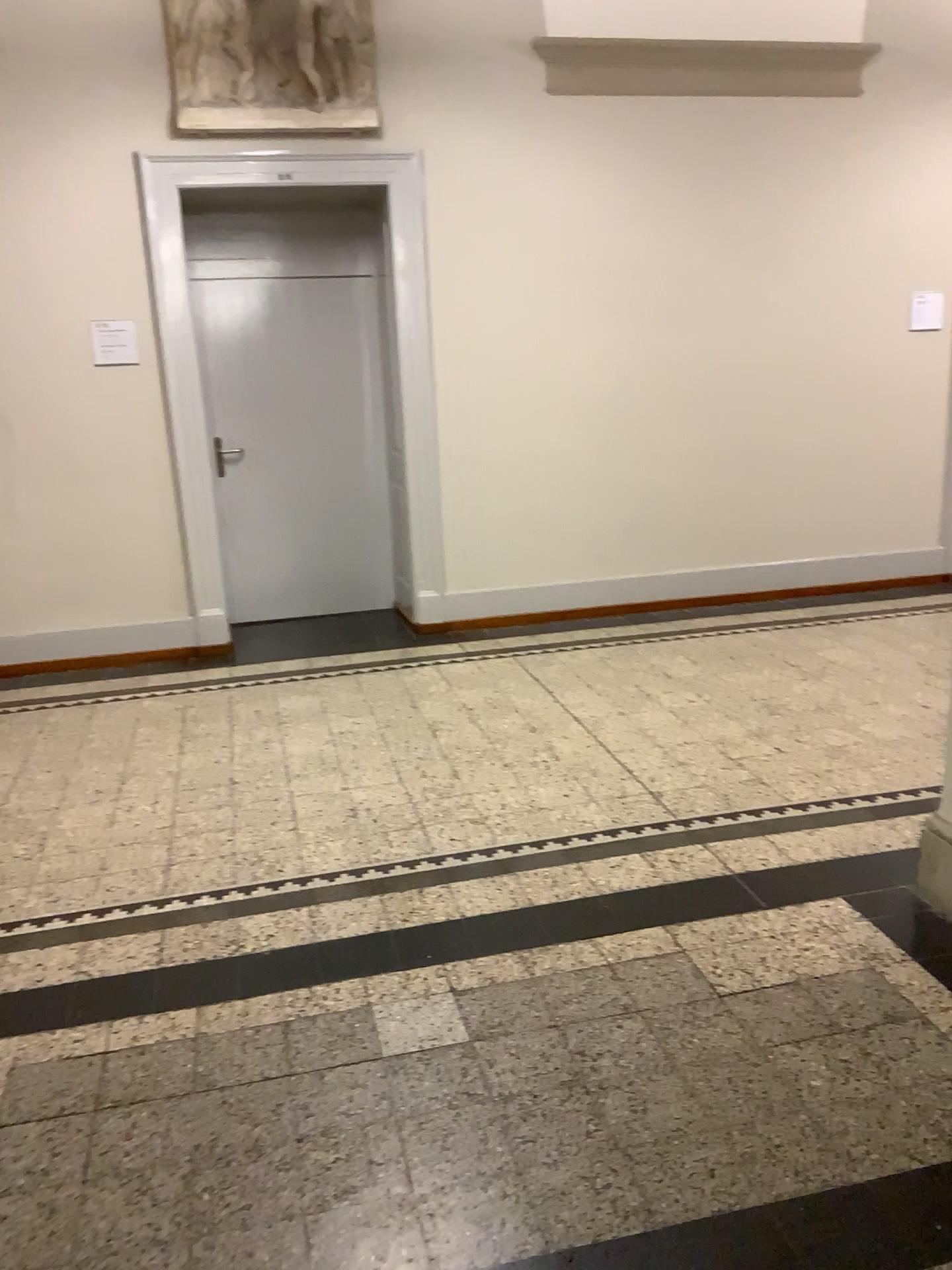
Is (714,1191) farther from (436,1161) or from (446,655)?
(446,655)
